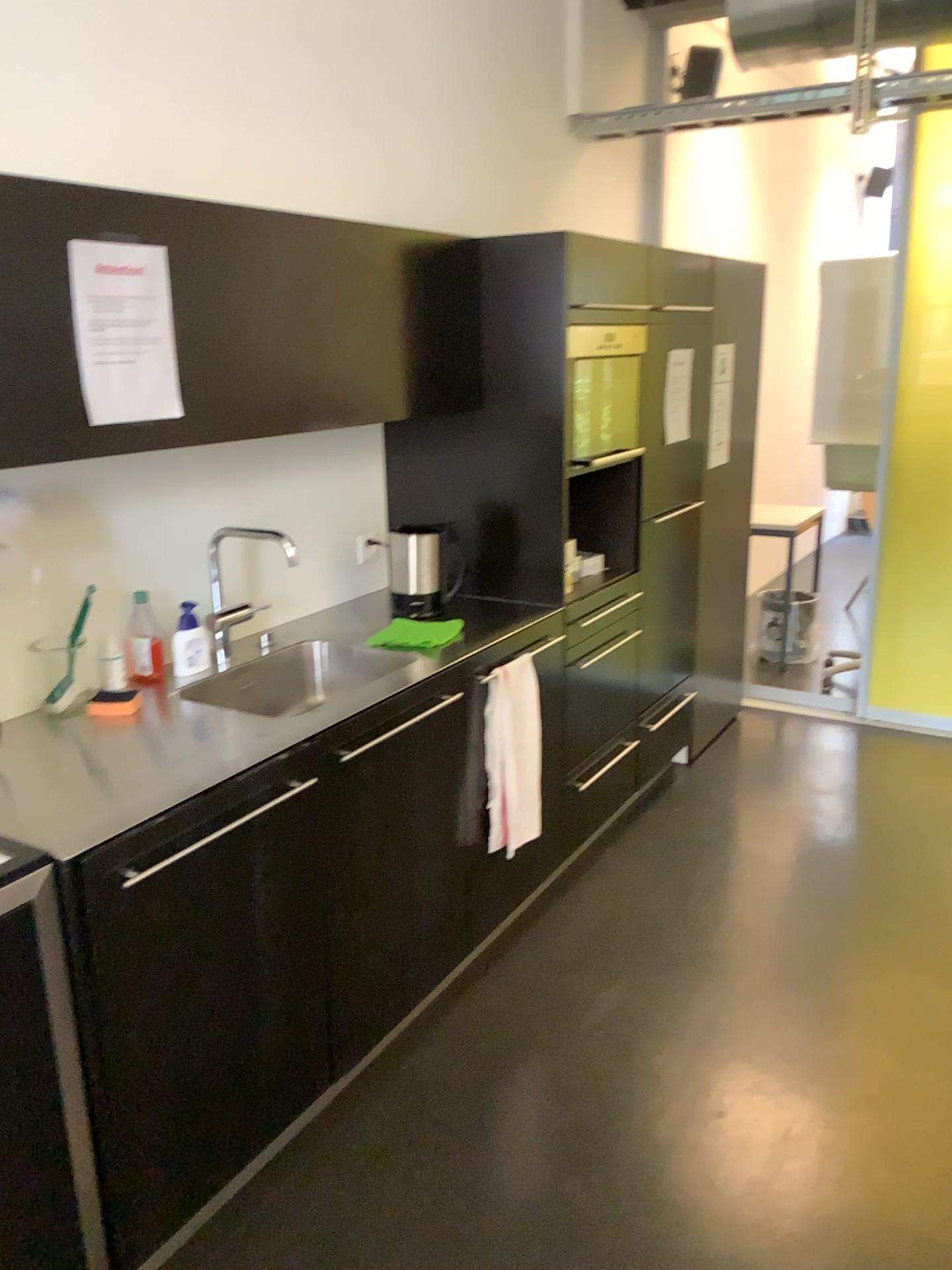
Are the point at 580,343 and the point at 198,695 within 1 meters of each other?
no

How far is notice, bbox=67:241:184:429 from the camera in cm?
176

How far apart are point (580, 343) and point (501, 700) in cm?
107

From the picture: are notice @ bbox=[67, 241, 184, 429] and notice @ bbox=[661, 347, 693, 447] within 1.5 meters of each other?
no

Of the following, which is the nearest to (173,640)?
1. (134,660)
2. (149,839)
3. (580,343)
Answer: (134,660)

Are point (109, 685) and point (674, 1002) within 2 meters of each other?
yes

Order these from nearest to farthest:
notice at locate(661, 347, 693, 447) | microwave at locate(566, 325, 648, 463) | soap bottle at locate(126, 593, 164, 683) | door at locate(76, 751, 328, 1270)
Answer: door at locate(76, 751, 328, 1270) < soap bottle at locate(126, 593, 164, 683) < microwave at locate(566, 325, 648, 463) < notice at locate(661, 347, 693, 447)

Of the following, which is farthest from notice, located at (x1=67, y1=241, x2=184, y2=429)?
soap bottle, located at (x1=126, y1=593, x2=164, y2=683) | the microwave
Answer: the microwave

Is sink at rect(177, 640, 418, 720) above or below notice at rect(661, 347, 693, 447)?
below

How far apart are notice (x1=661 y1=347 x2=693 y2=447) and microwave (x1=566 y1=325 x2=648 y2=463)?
0.4m
